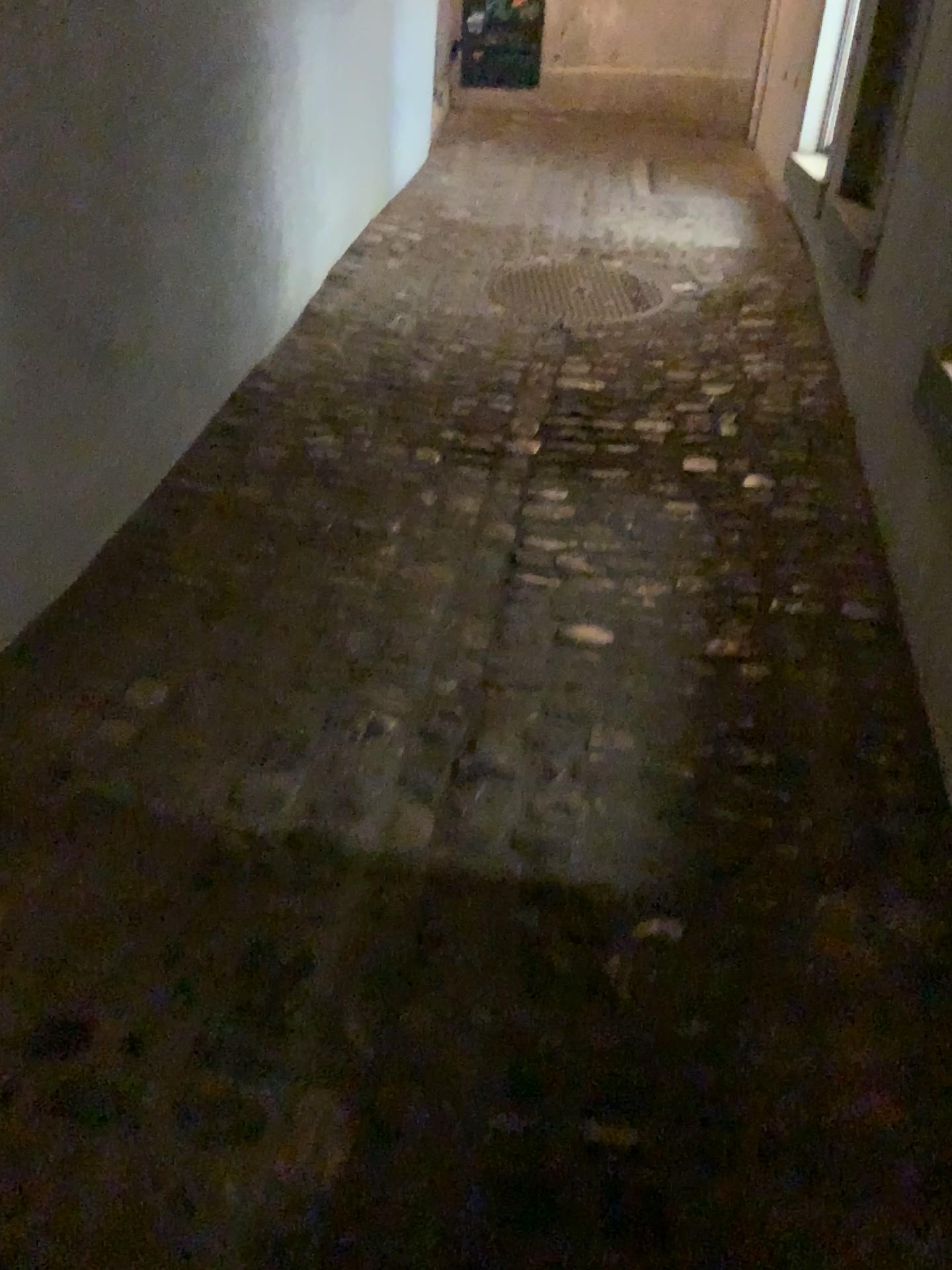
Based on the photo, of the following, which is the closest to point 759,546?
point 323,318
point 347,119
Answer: point 323,318
